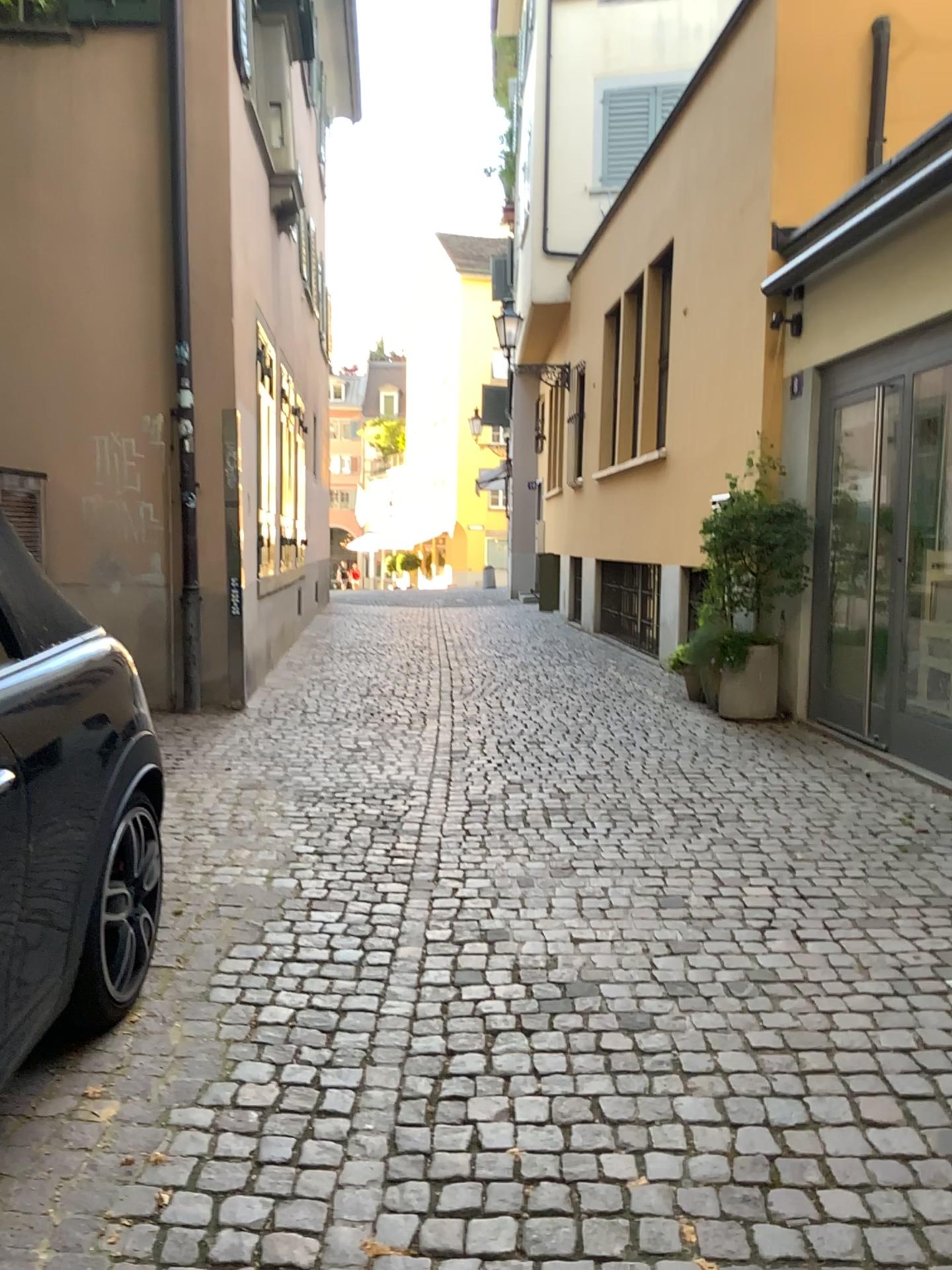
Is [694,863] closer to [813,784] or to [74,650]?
[813,784]
